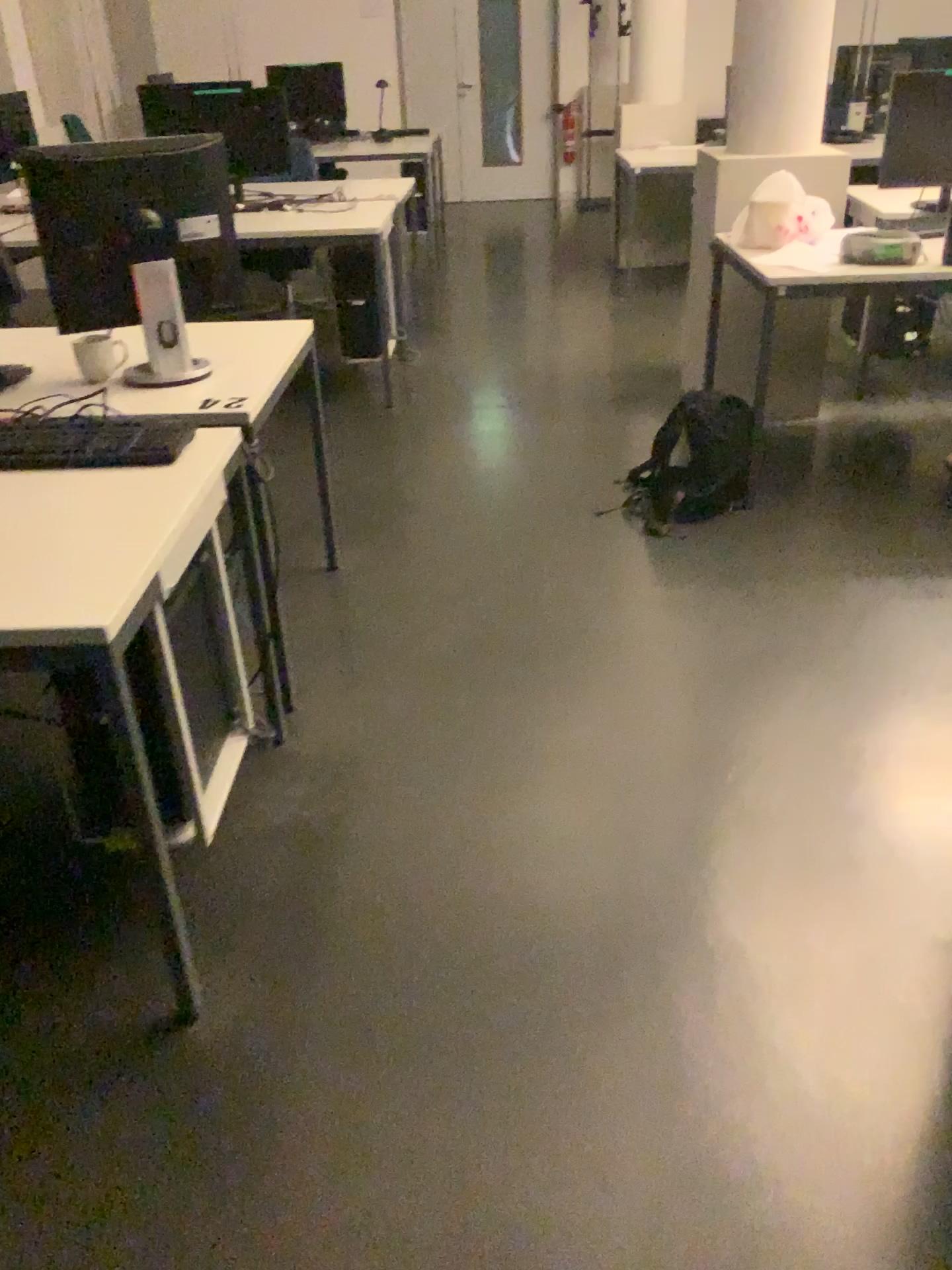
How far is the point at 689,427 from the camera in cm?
328

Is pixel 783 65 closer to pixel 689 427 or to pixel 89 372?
pixel 689 427

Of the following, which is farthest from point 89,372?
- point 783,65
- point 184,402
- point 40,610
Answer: point 783,65

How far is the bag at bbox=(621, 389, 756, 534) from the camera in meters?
3.3

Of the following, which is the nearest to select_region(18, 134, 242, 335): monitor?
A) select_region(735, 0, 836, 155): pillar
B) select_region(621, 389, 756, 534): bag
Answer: select_region(621, 389, 756, 534): bag

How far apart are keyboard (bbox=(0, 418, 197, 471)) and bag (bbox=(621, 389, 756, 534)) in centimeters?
165cm

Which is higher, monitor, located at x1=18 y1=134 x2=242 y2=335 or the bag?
monitor, located at x1=18 y1=134 x2=242 y2=335

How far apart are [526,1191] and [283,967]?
0.6m

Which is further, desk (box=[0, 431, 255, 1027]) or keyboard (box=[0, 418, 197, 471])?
keyboard (box=[0, 418, 197, 471])

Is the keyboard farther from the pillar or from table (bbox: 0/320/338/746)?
the pillar
